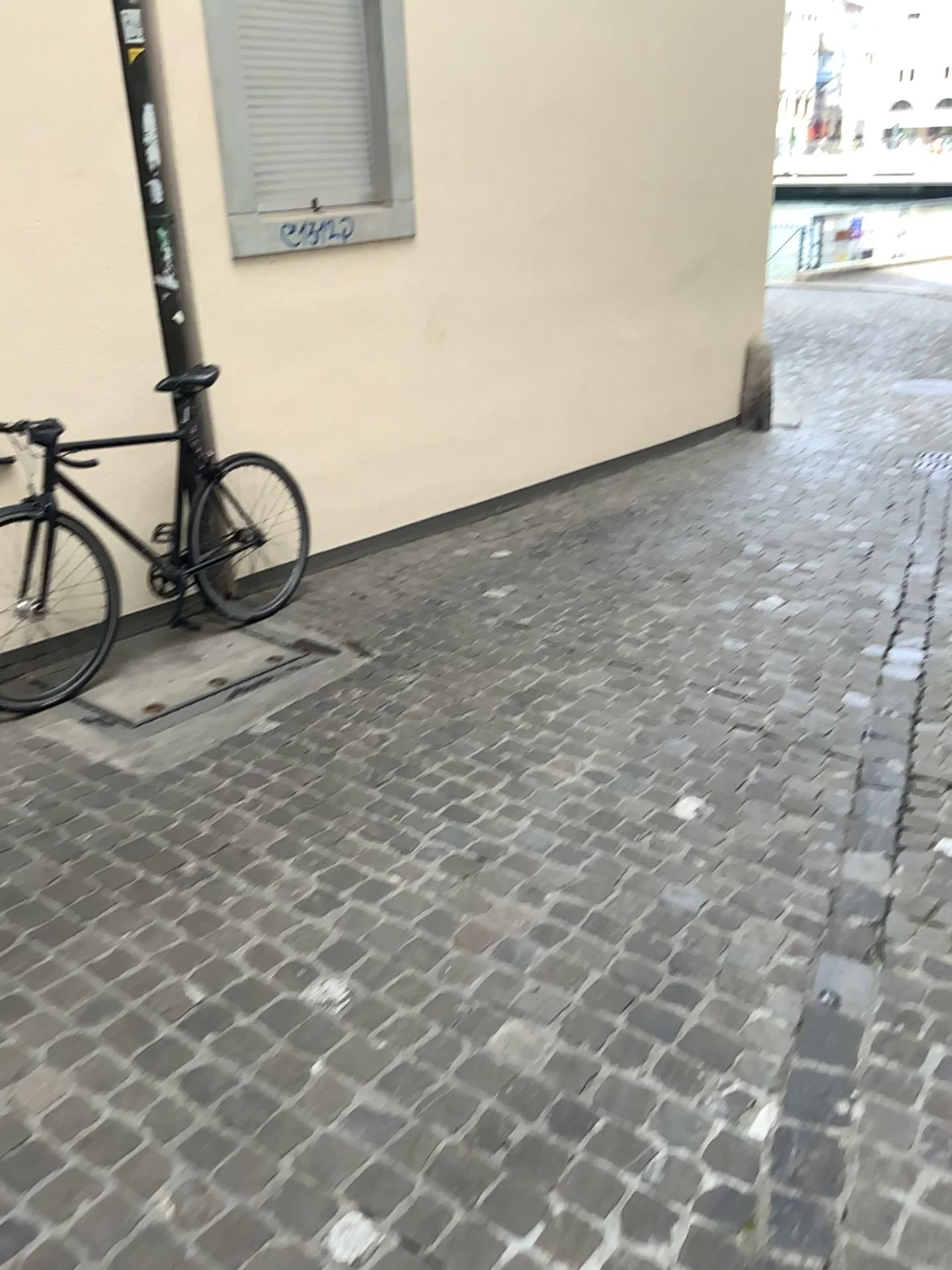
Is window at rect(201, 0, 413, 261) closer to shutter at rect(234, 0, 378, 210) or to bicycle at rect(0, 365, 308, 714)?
shutter at rect(234, 0, 378, 210)

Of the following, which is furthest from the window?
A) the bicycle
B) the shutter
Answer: the bicycle

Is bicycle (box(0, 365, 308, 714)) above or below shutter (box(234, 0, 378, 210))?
below

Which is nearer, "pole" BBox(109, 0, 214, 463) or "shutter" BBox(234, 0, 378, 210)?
"pole" BBox(109, 0, 214, 463)

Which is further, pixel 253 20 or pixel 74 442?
pixel 253 20

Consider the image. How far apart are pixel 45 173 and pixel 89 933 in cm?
248

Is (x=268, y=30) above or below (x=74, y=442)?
above

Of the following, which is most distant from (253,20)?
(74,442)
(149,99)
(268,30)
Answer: (74,442)

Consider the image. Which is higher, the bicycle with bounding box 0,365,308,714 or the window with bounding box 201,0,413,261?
the window with bounding box 201,0,413,261
